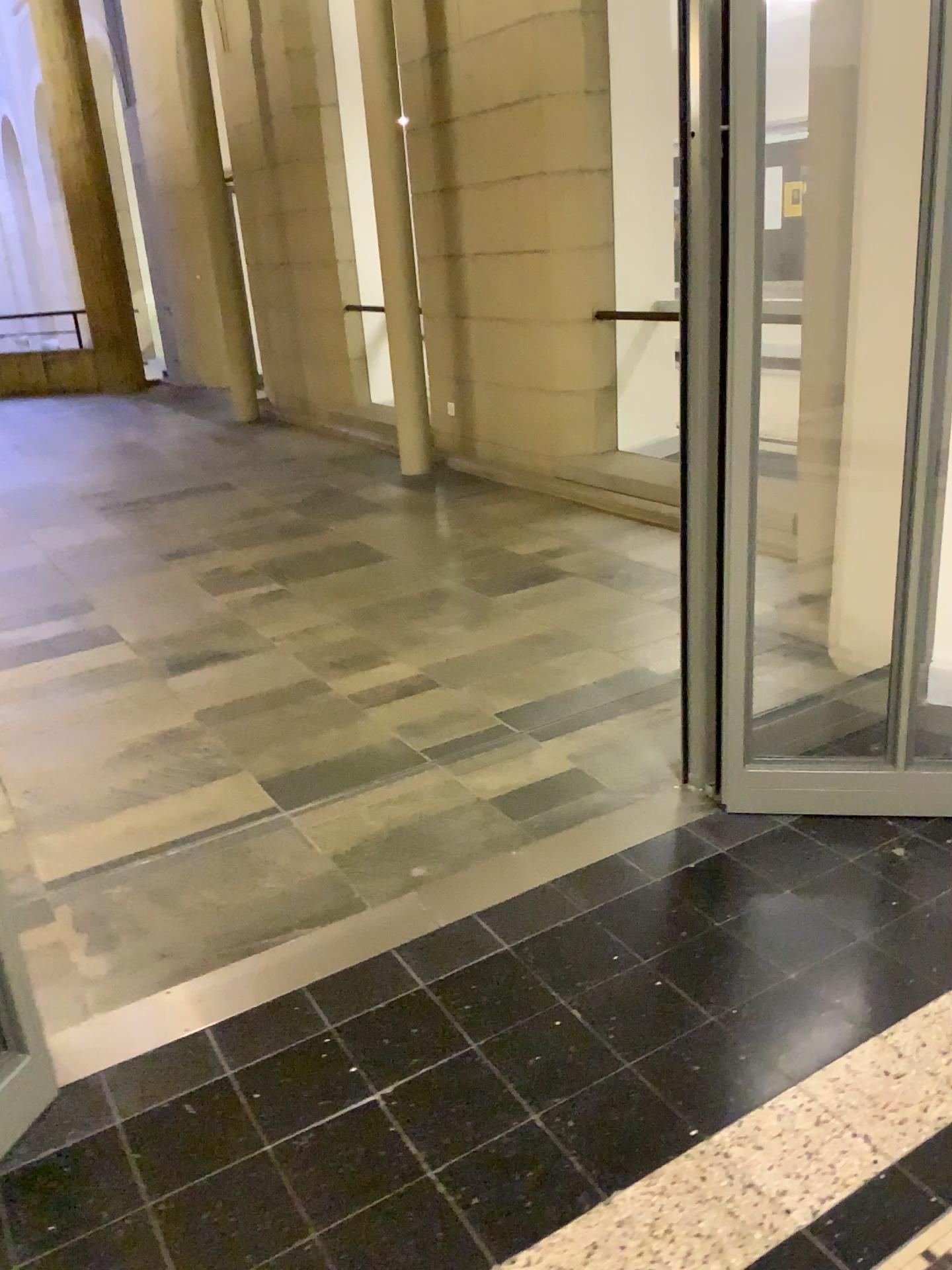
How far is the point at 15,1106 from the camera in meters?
1.9 m

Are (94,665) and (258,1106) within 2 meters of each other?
no

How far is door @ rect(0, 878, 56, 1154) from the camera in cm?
186
